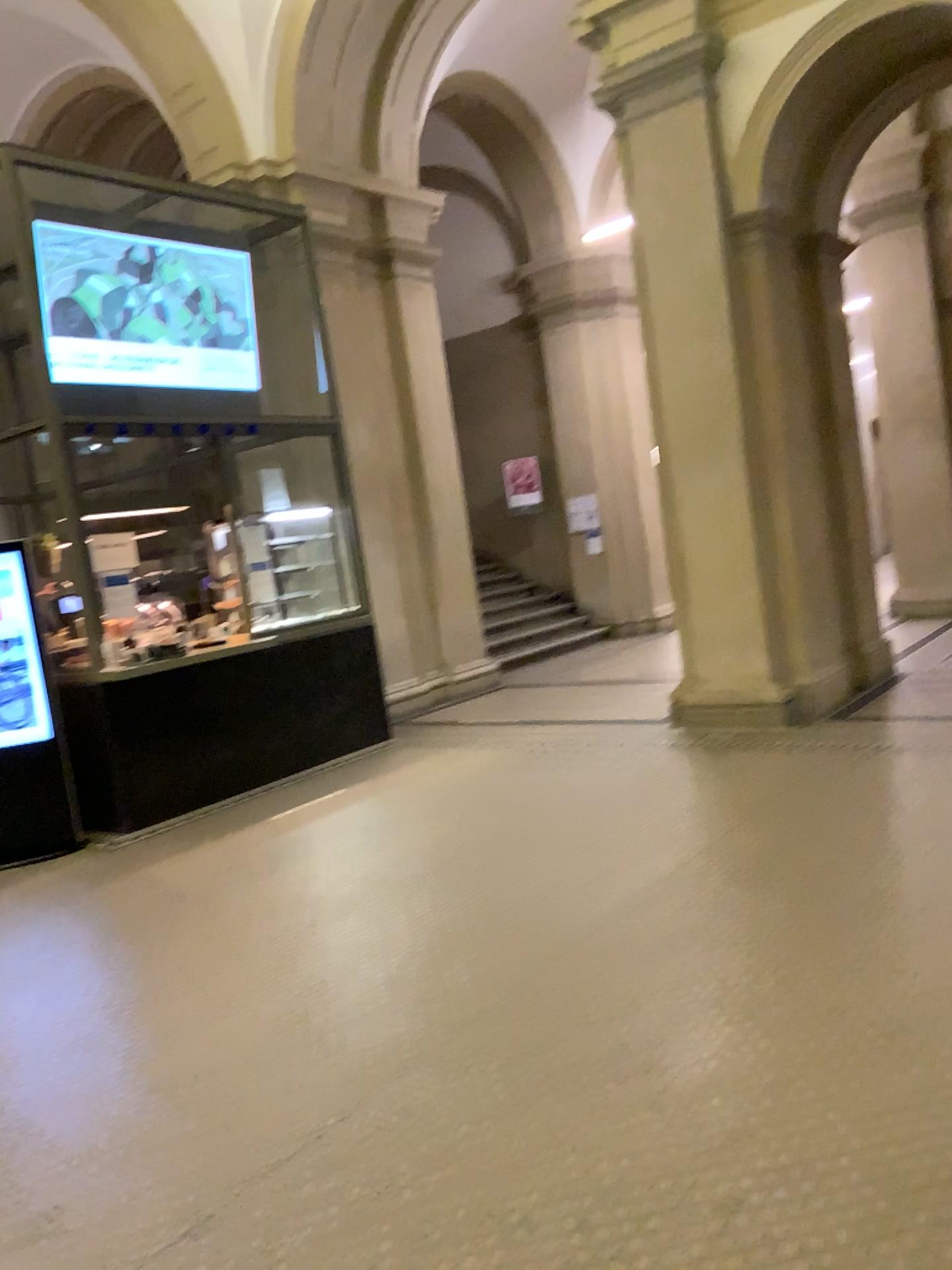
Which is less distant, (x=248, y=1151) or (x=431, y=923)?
(x=248, y=1151)
